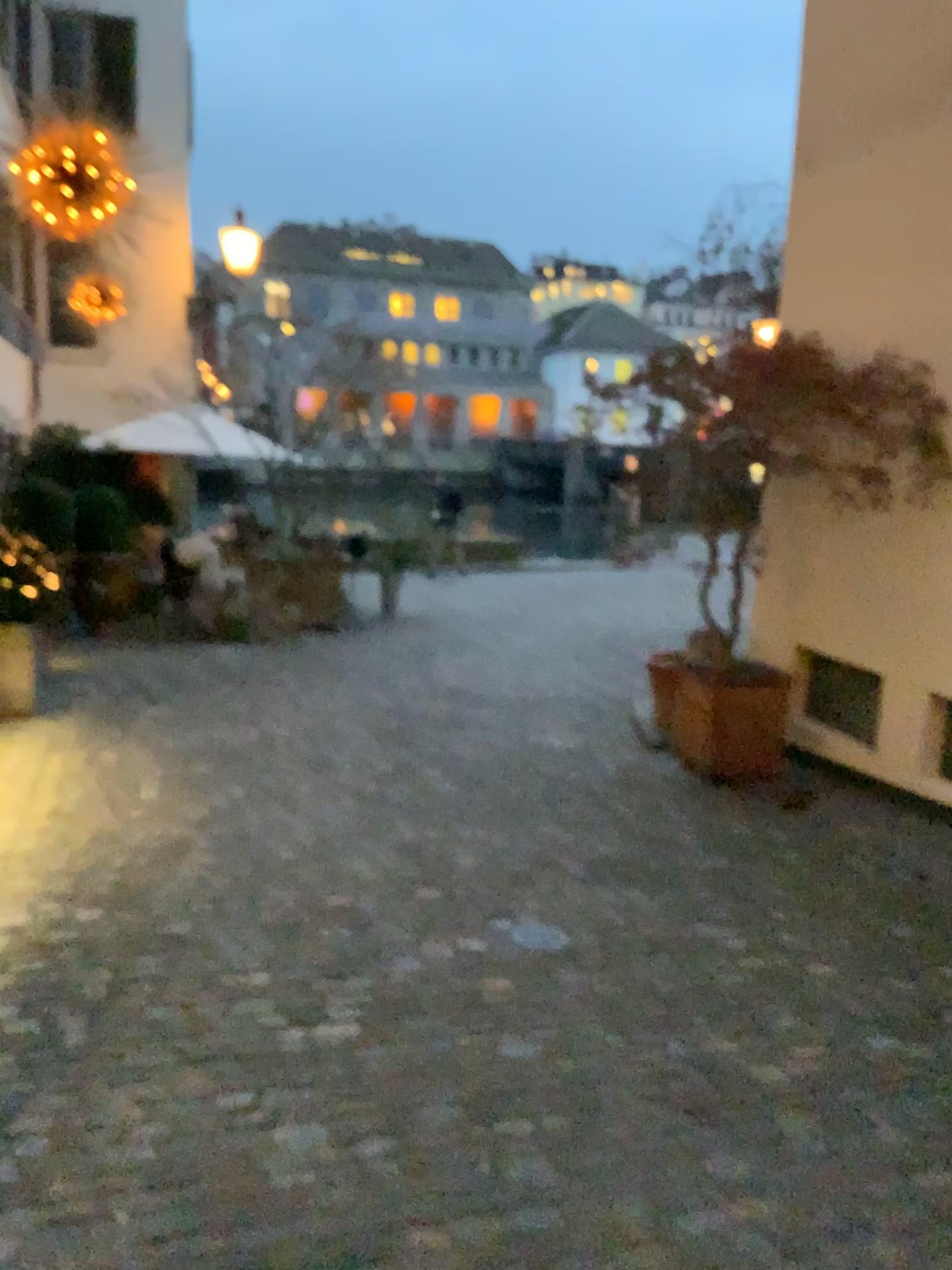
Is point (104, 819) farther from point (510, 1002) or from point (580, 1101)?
point (580, 1101)
